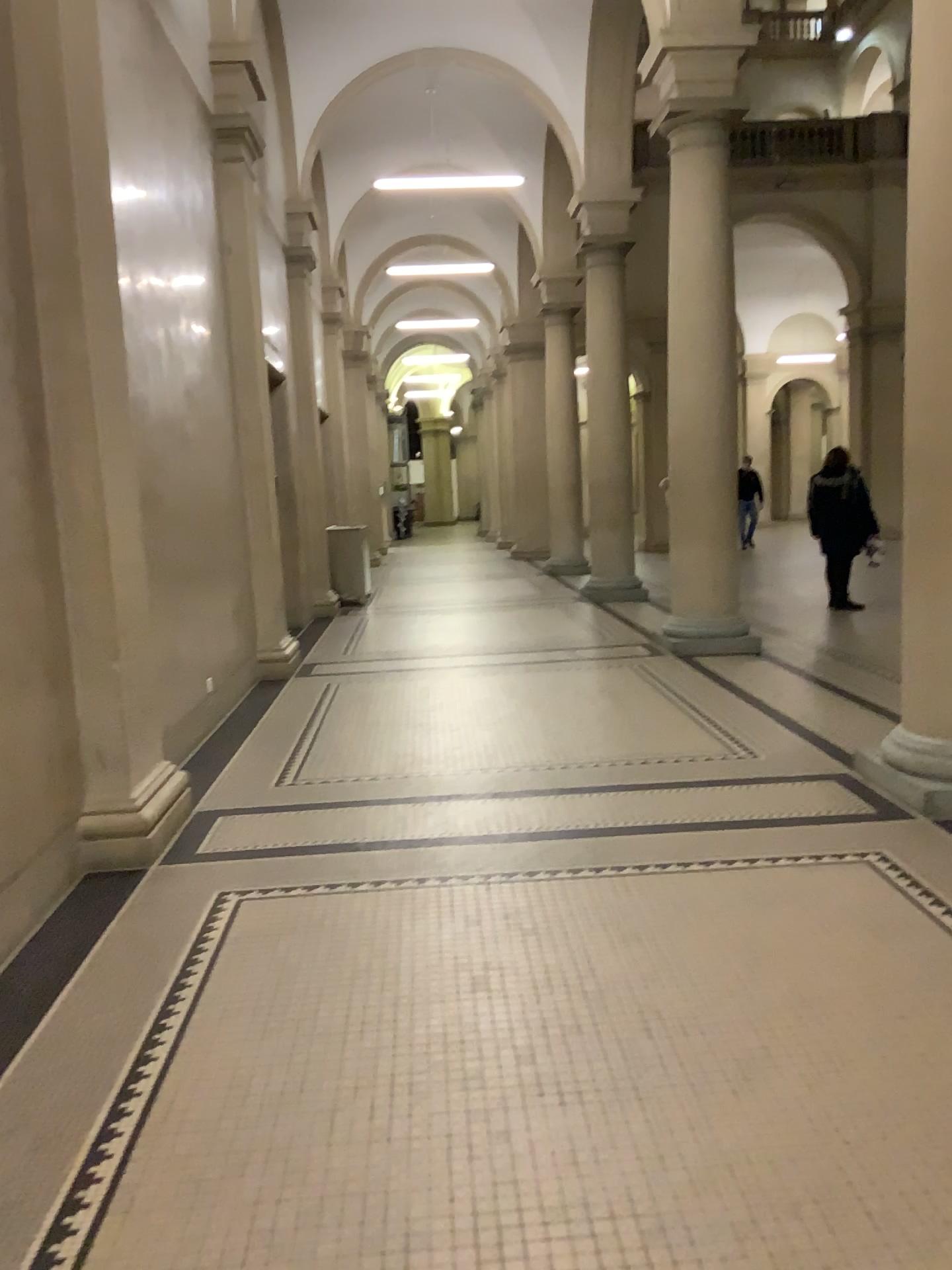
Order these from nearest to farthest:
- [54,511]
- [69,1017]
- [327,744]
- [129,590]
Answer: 1. [69,1017]
2. [54,511]
3. [129,590]
4. [327,744]
